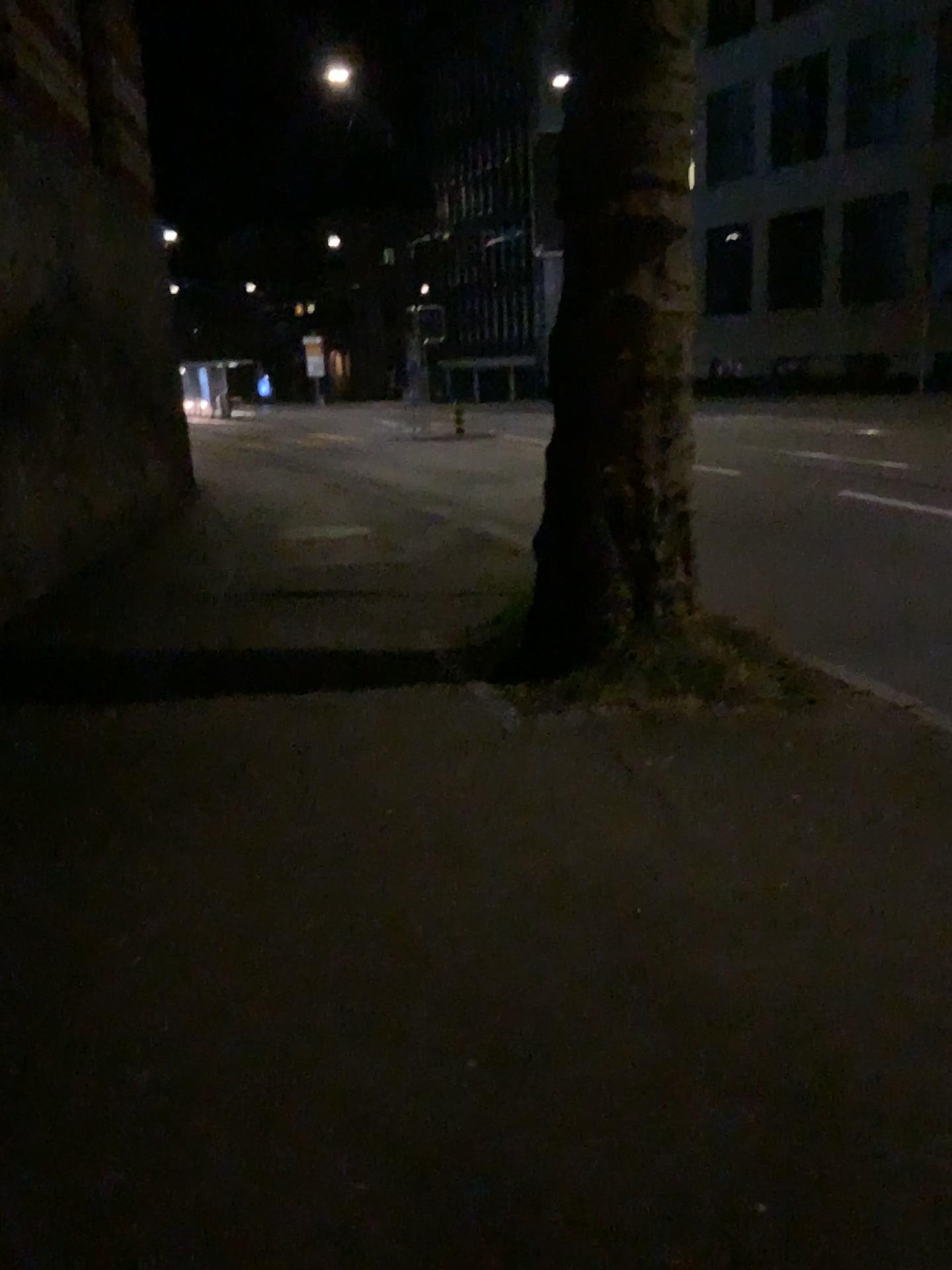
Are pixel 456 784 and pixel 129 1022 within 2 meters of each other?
yes
